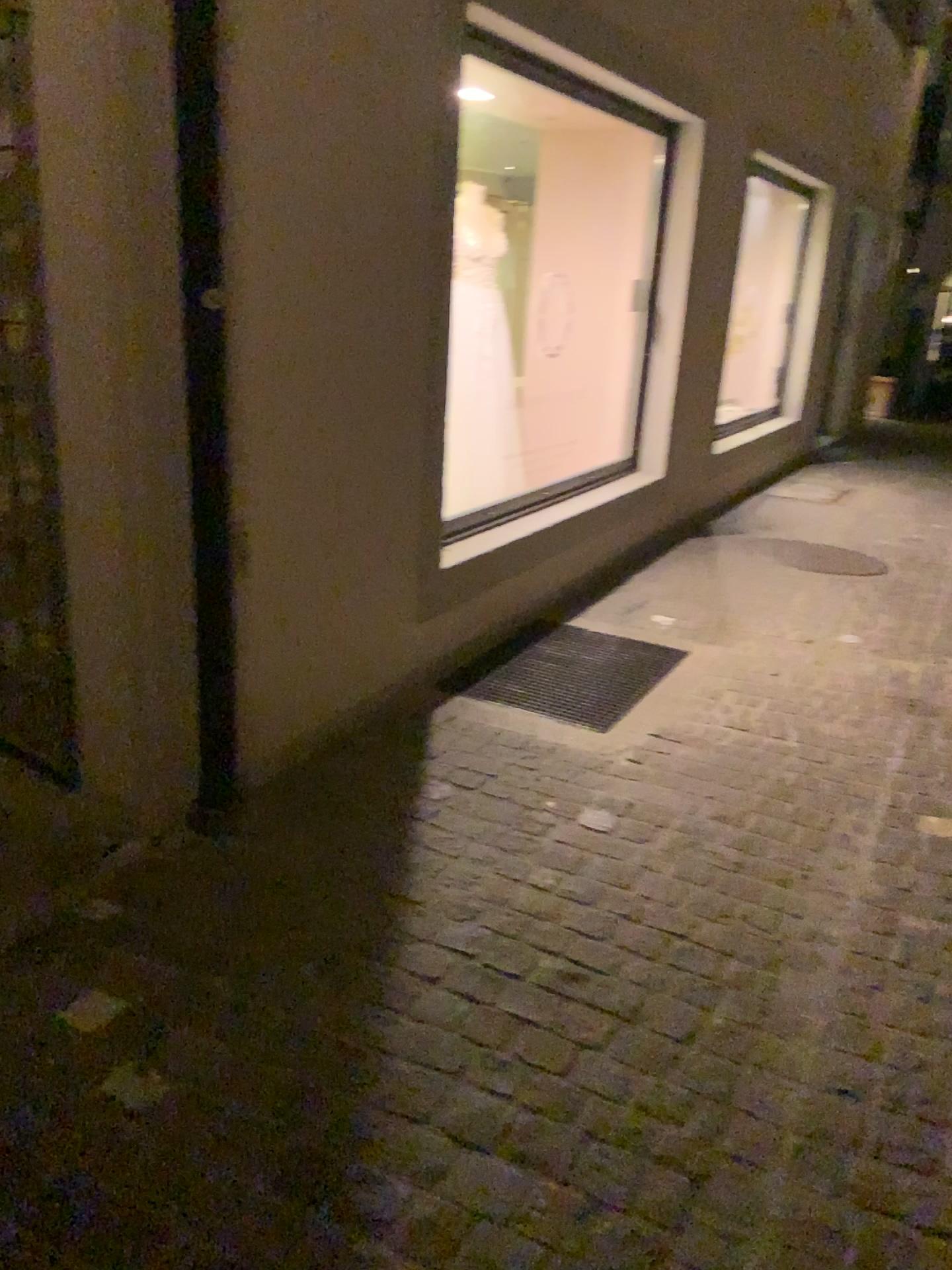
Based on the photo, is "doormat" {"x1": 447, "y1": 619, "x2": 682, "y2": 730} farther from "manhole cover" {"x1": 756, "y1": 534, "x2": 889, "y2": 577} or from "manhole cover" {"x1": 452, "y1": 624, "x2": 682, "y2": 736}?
"manhole cover" {"x1": 756, "y1": 534, "x2": 889, "y2": 577}

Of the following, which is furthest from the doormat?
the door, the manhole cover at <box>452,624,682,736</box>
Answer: the door

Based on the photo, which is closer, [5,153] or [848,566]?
[5,153]

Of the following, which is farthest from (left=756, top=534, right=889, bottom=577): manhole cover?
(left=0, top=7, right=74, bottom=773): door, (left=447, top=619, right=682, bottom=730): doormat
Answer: (left=0, top=7, right=74, bottom=773): door

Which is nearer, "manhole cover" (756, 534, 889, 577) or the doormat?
the doormat

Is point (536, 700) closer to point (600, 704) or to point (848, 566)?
point (600, 704)

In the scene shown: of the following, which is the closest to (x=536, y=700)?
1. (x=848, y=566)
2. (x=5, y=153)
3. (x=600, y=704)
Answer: (x=600, y=704)

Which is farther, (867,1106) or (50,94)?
(50,94)

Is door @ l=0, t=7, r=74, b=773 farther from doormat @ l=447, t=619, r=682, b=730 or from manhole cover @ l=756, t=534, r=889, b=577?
manhole cover @ l=756, t=534, r=889, b=577

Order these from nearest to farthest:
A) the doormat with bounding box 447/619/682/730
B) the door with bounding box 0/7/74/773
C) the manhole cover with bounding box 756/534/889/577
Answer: the door with bounding box 0/7/74/773
the doormat with bounding box 447/619/682/730
the manhole cover with bounding box 756/534/889/577
